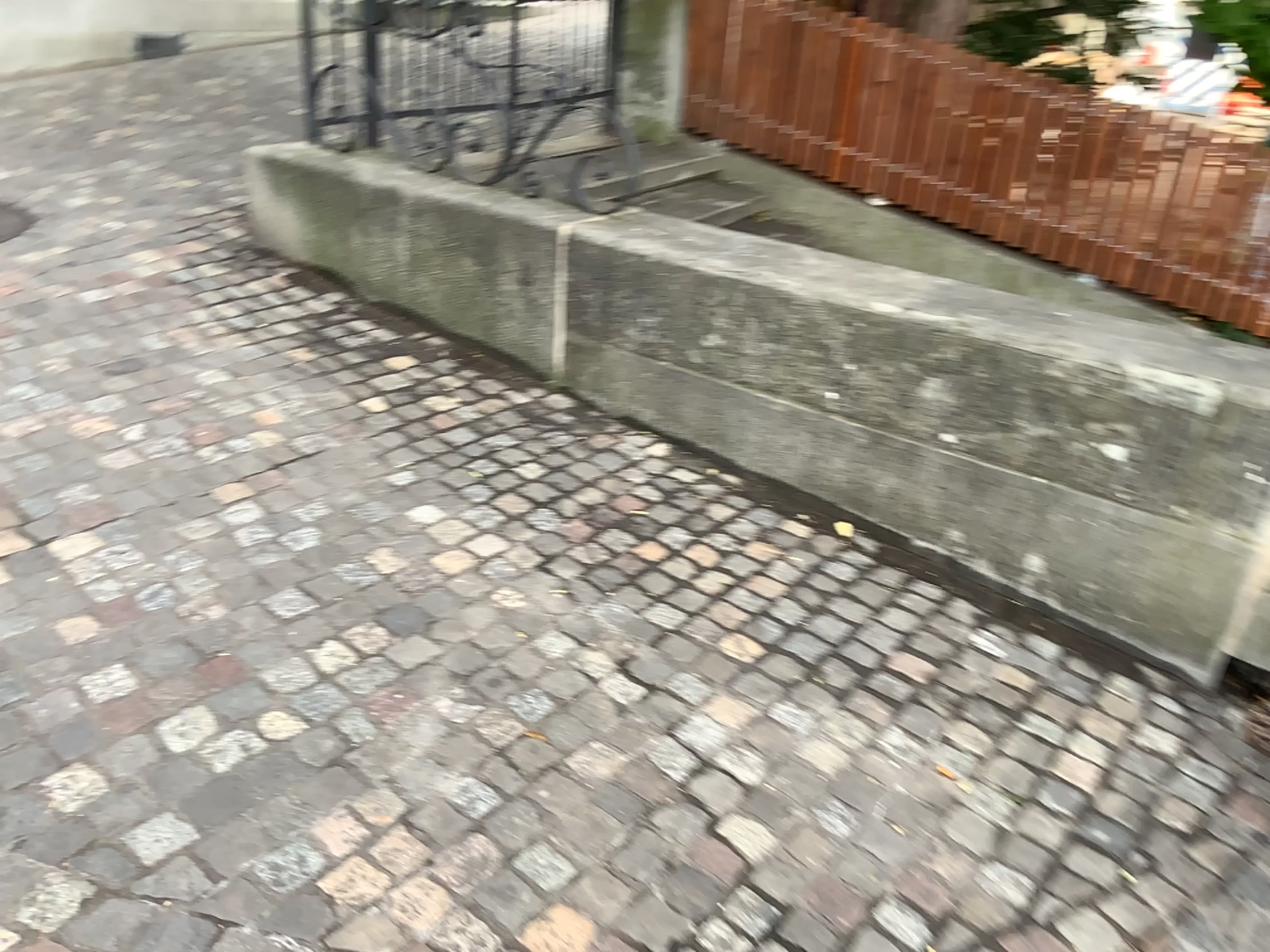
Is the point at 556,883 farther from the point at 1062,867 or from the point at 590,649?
the point at 1062,867
